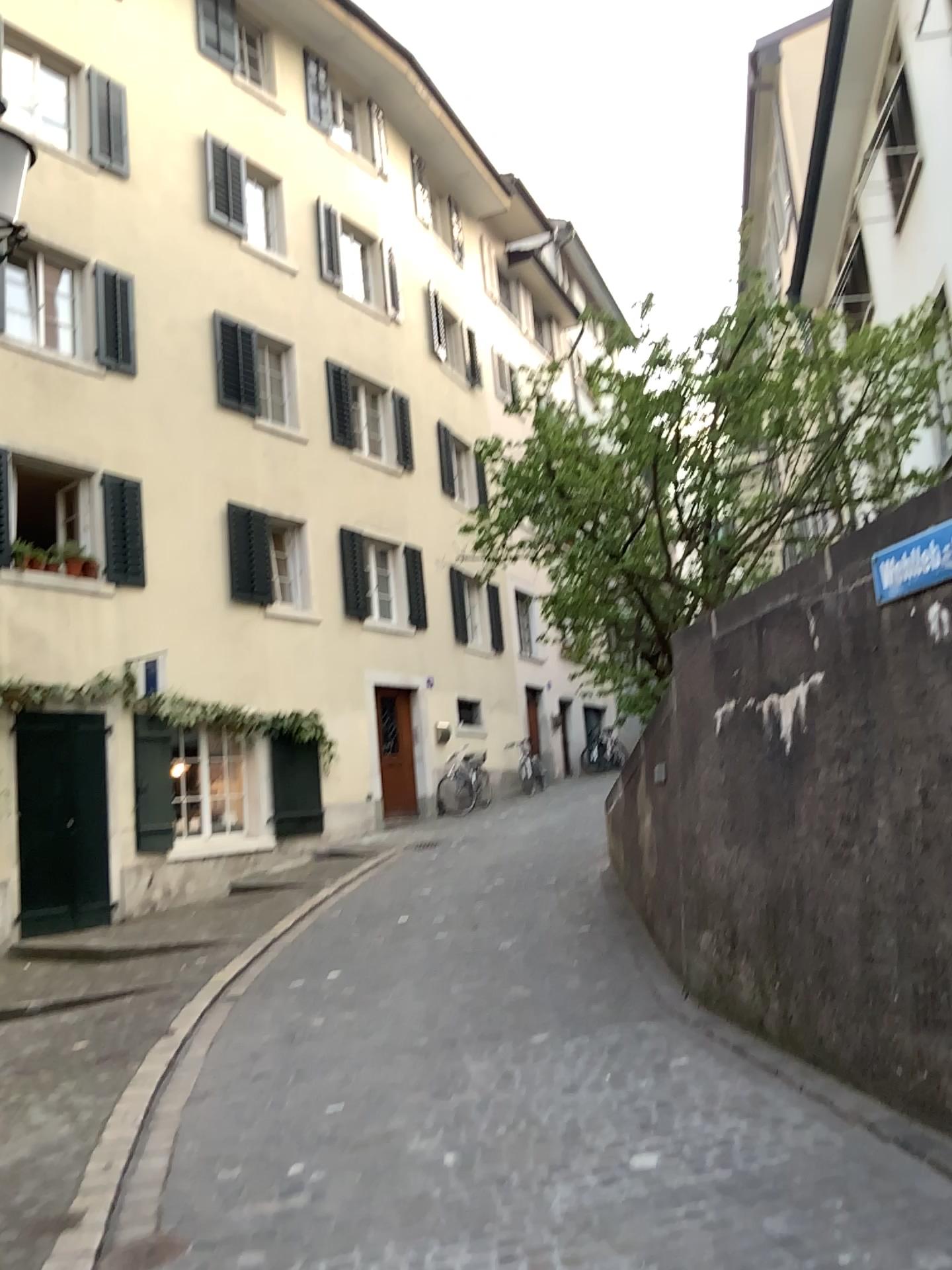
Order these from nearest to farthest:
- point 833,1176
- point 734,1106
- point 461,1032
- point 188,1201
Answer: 1. point 833,1176
2. point 188,1201
3. point 734,1106
4. point 461,1032
